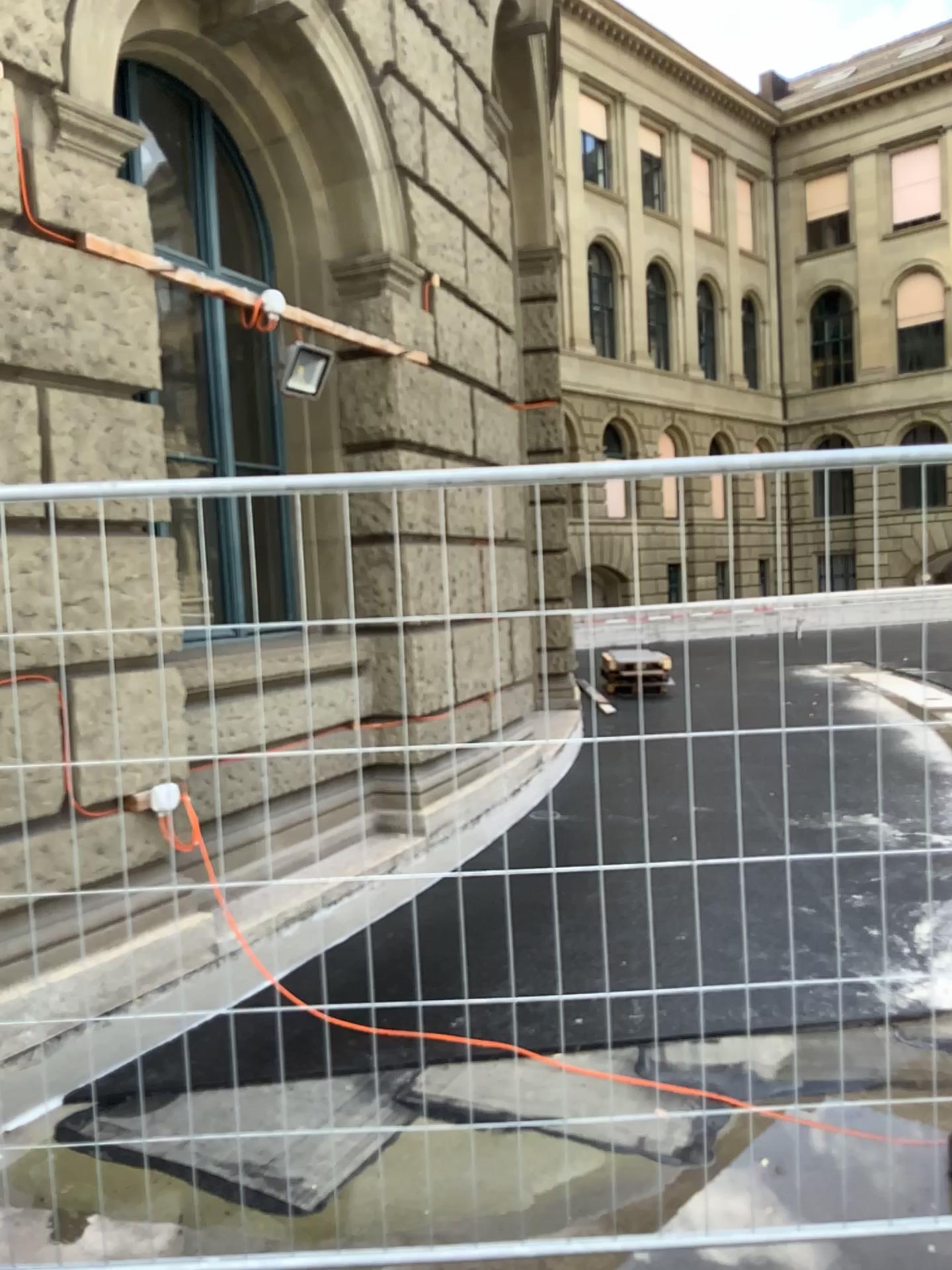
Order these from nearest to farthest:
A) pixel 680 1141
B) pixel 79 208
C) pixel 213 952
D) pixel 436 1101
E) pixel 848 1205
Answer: pixel 848 1205 < pixel 680 1141 < pixel 436 1101 < pixel 79 208 < pixel 213 952
